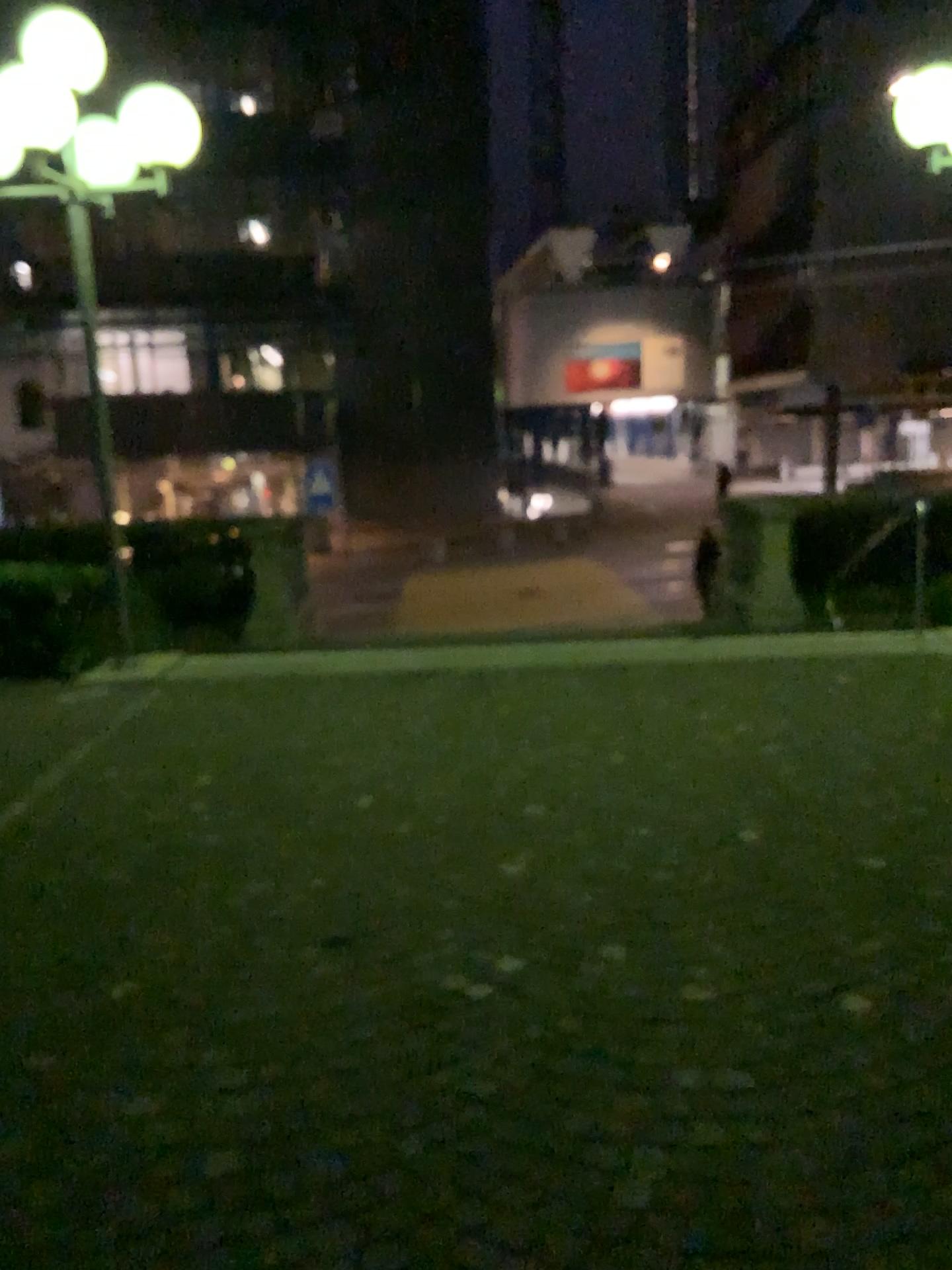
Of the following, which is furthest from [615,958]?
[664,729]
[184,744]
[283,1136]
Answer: [184,744]
